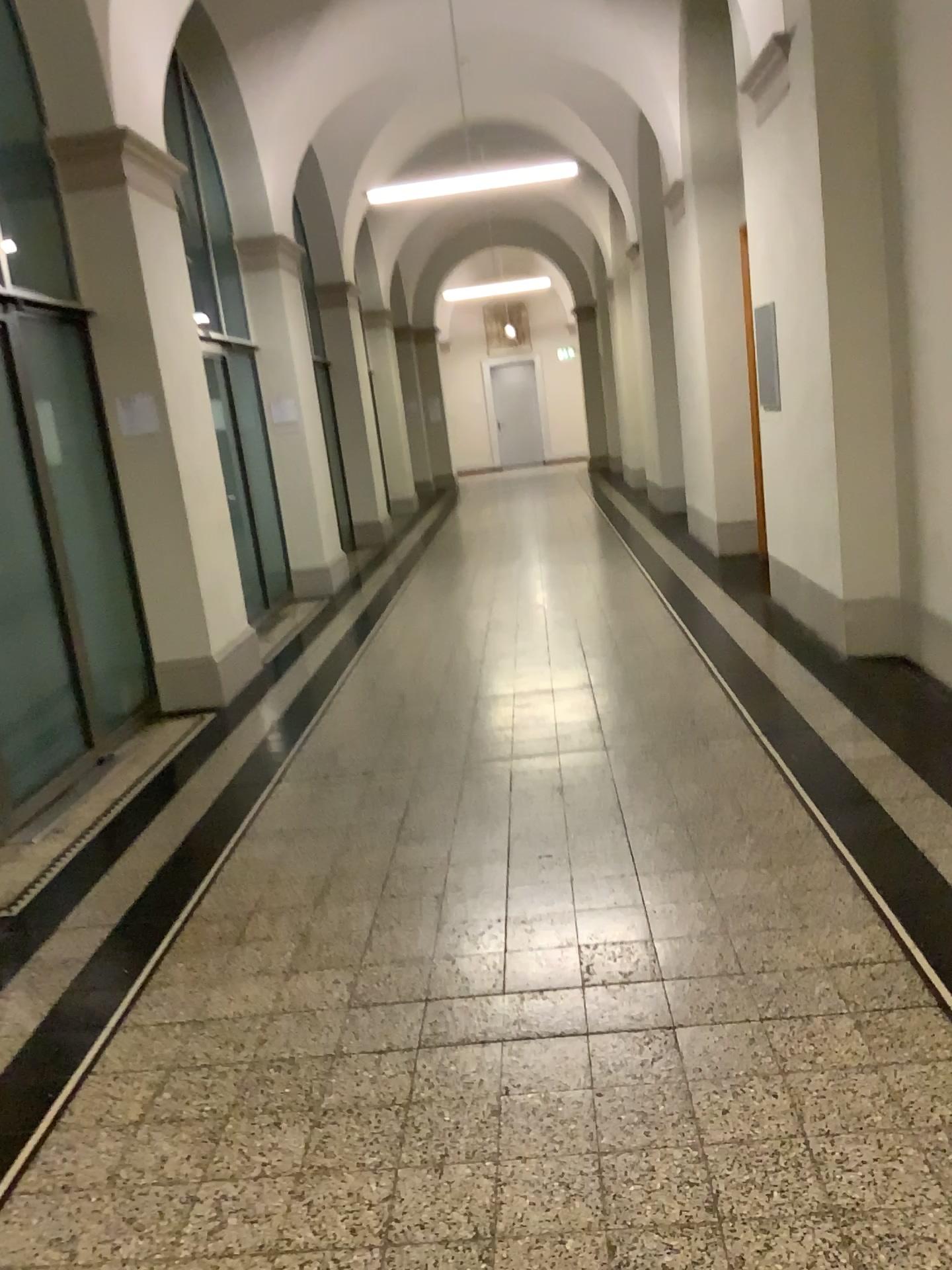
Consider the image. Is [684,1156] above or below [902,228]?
below
